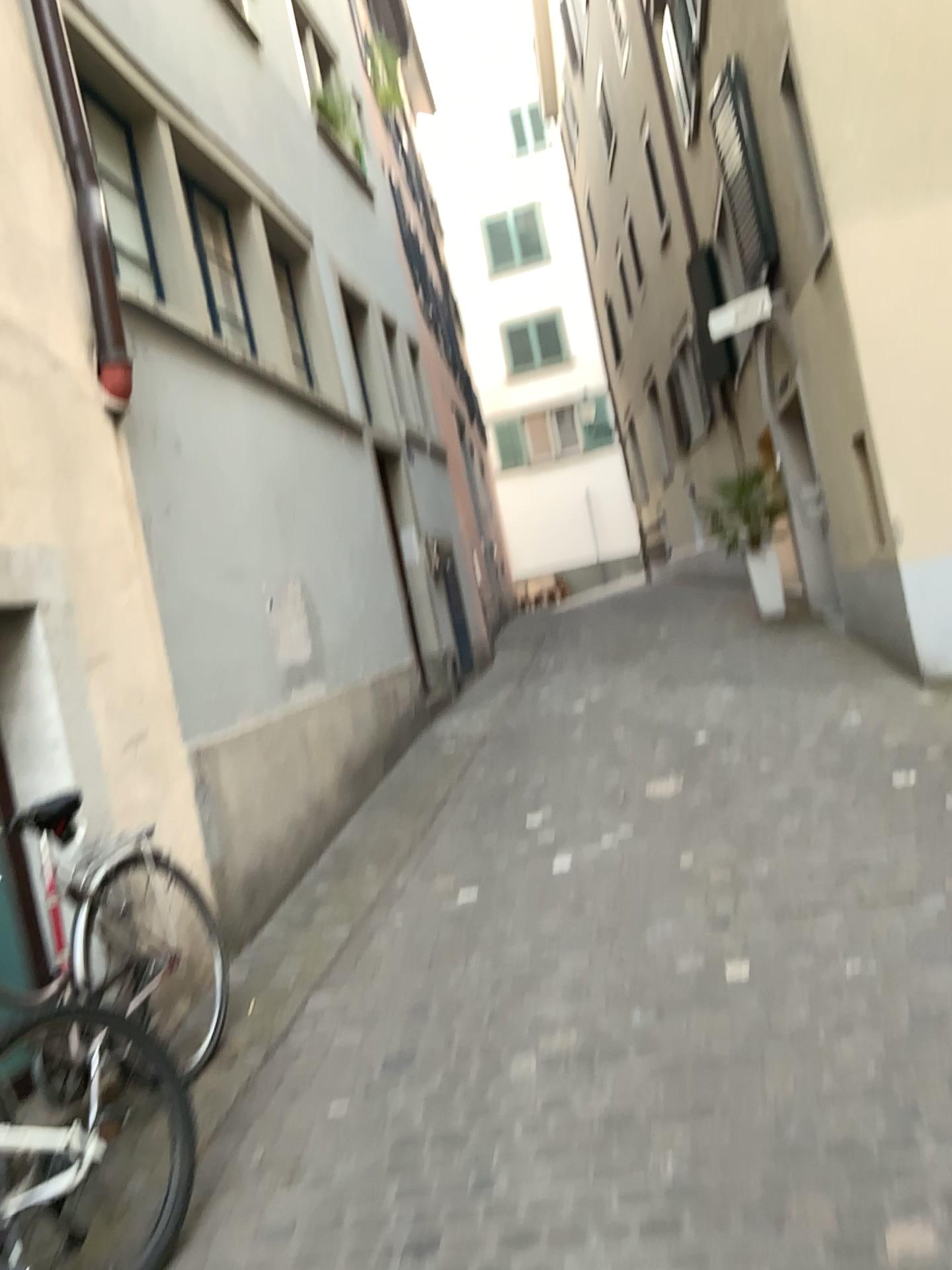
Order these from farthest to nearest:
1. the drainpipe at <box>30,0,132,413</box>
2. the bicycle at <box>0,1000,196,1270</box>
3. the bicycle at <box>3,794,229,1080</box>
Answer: the drainpipe at <box>30,0,132,413</box>, the bicycle at <box>3,794,229,1080</box>, the bicycle at <box>0,1000,196,1270</box>

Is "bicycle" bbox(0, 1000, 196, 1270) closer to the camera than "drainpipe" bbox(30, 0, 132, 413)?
Yes

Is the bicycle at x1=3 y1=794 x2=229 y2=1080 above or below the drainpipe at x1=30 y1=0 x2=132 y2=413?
below

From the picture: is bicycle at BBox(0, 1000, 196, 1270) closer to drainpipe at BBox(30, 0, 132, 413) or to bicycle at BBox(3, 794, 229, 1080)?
bicycle at BBox(3, 794, 229, 1080)

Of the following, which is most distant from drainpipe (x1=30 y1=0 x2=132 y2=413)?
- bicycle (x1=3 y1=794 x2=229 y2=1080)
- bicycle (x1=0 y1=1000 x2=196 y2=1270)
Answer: bicycle (x1=0 y1=1000 x2=196 y2=1270)

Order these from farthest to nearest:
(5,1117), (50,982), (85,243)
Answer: (85,243)
(50,982)
(5,1117)

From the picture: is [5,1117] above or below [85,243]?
below

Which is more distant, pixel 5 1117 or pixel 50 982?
pixel 50 982

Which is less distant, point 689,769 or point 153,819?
point 153,819
